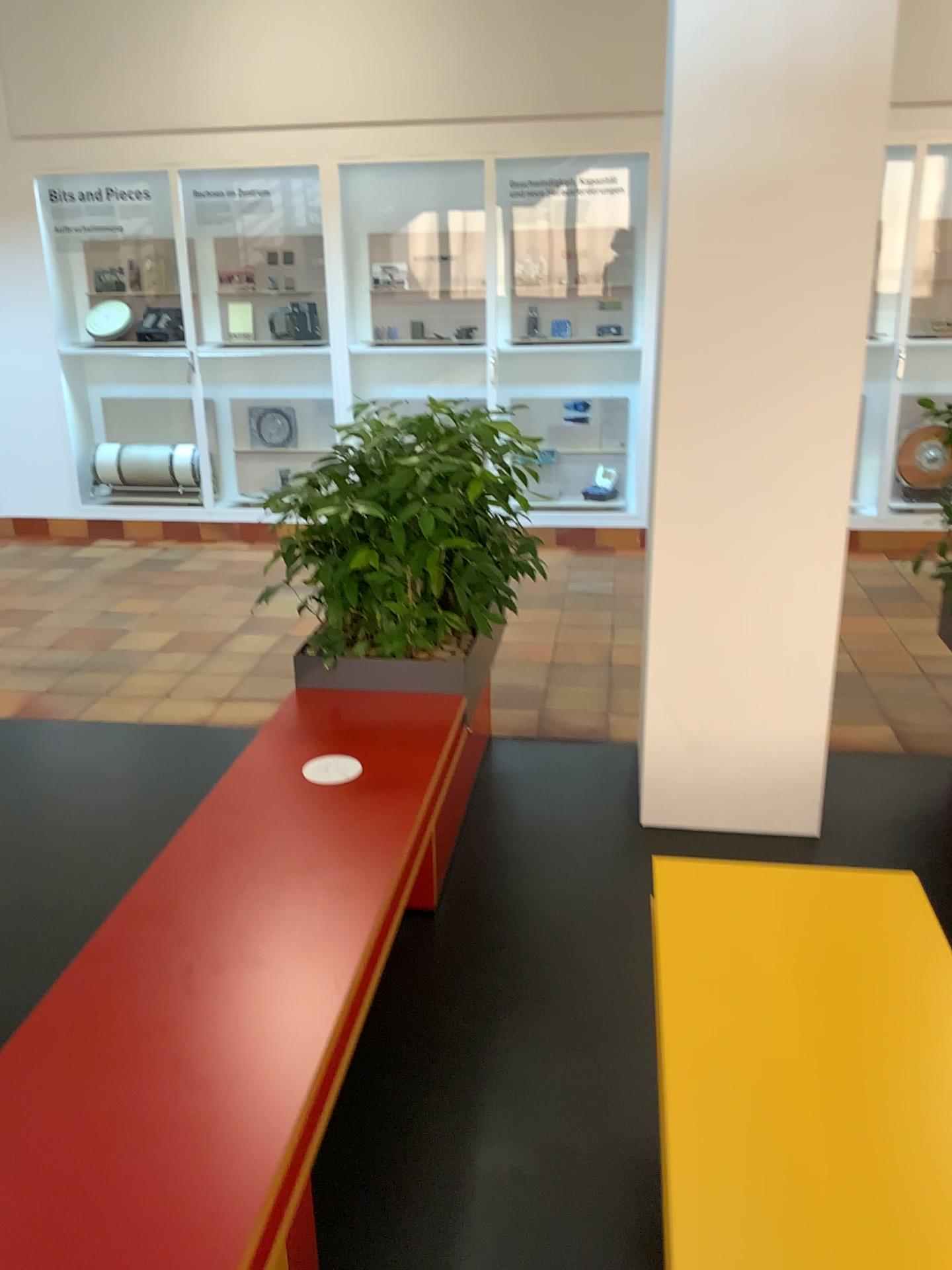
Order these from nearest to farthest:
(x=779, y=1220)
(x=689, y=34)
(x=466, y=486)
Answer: (x=779, y=1220), (x=689, y=34), (x=466, y=486)

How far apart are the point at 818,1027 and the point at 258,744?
1.5 meters

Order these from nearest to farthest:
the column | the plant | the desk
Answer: the desk < the column < the plant

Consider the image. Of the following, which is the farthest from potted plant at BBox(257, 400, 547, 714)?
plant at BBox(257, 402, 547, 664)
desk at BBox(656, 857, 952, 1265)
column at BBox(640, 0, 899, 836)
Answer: desk at BBox(656, 857, 952, 1265)

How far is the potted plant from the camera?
2.94m

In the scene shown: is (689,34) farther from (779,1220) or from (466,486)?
(779,1220)

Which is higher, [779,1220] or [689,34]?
[689,34]

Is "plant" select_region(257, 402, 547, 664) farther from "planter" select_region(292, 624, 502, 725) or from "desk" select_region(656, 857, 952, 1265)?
"desk" select_region(656, 857, 952, 1265)

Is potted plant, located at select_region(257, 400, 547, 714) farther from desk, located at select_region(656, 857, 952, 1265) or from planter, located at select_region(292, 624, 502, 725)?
desk, located at select_region(656, 857, 952, 1265)

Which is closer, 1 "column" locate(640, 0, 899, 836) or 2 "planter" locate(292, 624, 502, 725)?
1 "column" locate(640, 0, 899, 836)
